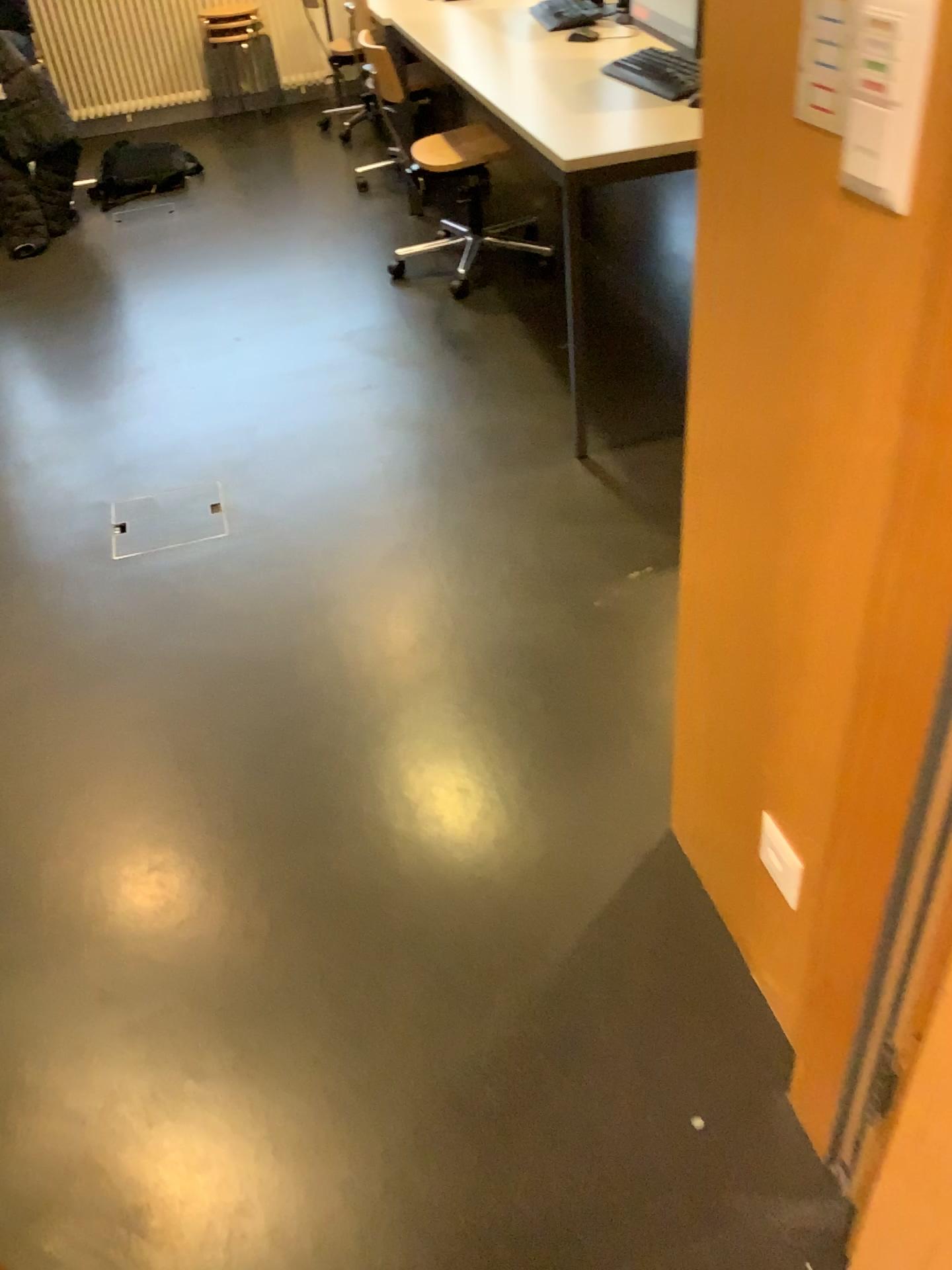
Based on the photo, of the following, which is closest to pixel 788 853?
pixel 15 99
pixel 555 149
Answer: pixel 555 149

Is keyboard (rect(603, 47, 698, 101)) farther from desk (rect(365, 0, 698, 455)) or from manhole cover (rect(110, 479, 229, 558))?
manhole cover (rect(110, 479, 229, 558))

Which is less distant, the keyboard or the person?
the keyboard

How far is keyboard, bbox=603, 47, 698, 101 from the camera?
2.7 meters

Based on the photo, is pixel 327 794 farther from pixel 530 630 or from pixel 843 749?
pixel 843 749

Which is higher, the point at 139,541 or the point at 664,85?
the point at 664,85

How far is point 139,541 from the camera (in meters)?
2.62

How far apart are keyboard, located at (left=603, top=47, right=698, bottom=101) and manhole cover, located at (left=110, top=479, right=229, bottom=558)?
1.6 meters

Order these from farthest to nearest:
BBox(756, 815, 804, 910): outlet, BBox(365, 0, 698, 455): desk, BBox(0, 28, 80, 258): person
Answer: BBox(0, 28, 80, 258): person
BBox(365, 0, 698, 455): desk
BBox(756, 815, 804, 910): outlet

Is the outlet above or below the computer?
below
